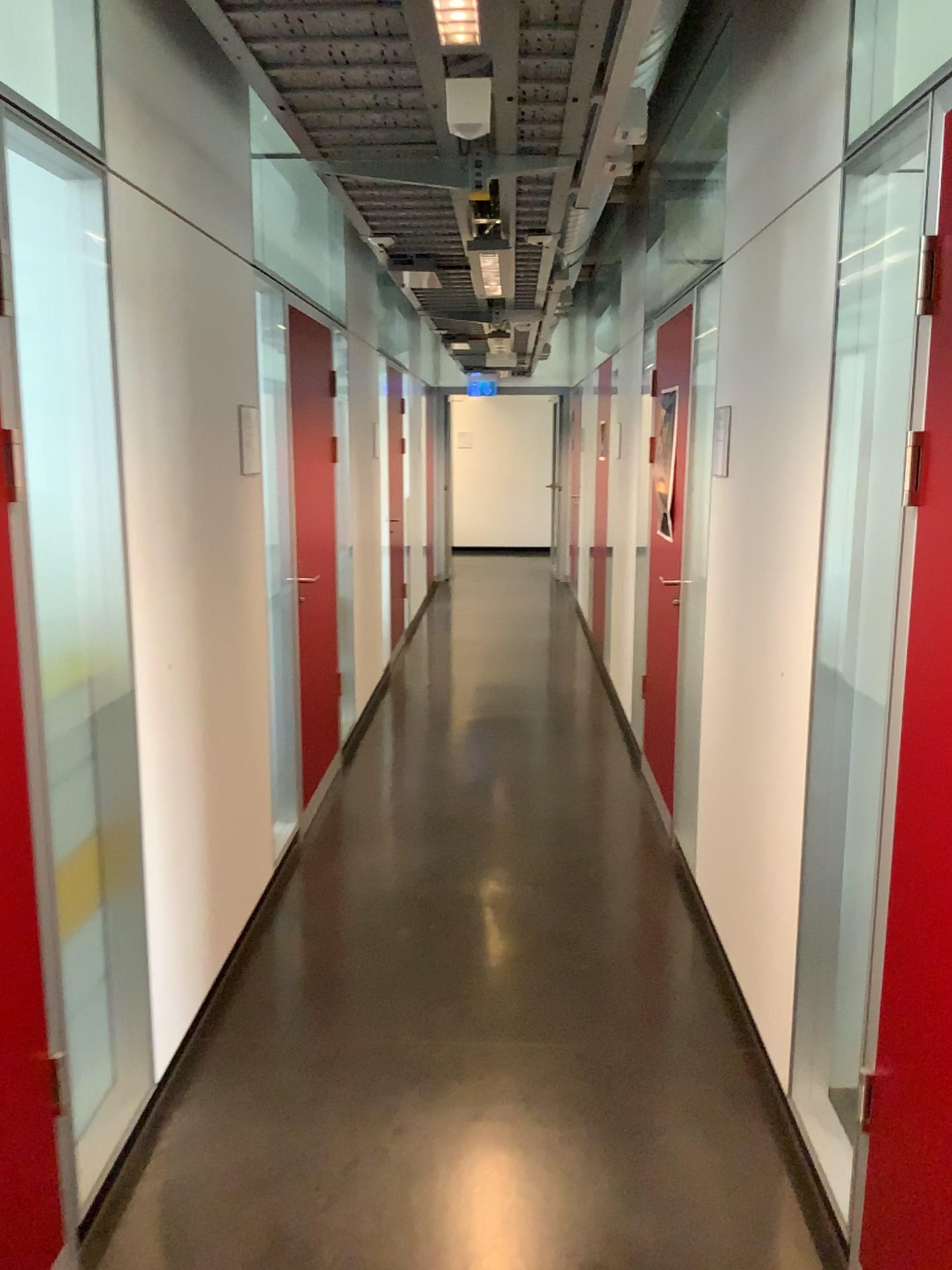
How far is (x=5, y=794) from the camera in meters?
1.8 m

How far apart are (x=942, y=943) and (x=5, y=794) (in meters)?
1.56

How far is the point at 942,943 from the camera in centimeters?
171cm

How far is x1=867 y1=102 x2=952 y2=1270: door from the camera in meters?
1.7

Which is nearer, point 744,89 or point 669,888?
point 744,89

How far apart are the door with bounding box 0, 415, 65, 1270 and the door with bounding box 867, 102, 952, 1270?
1.4 meters

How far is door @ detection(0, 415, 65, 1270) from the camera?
1.8m
